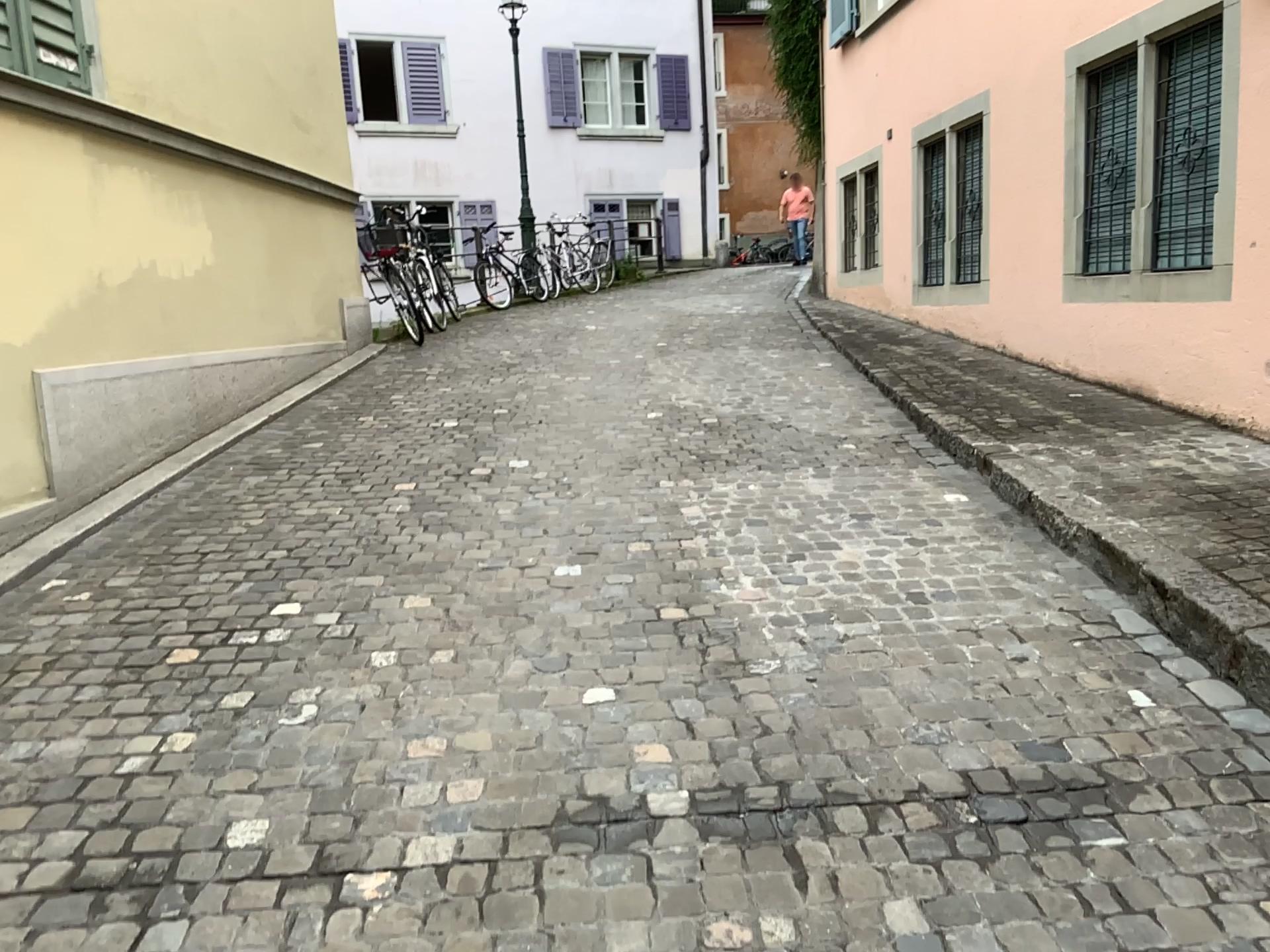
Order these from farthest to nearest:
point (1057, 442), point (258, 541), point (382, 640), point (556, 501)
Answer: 1. point (1057, 442)
2. point (556, 501)
3. point (258, 541)
4. point (382, 640)
